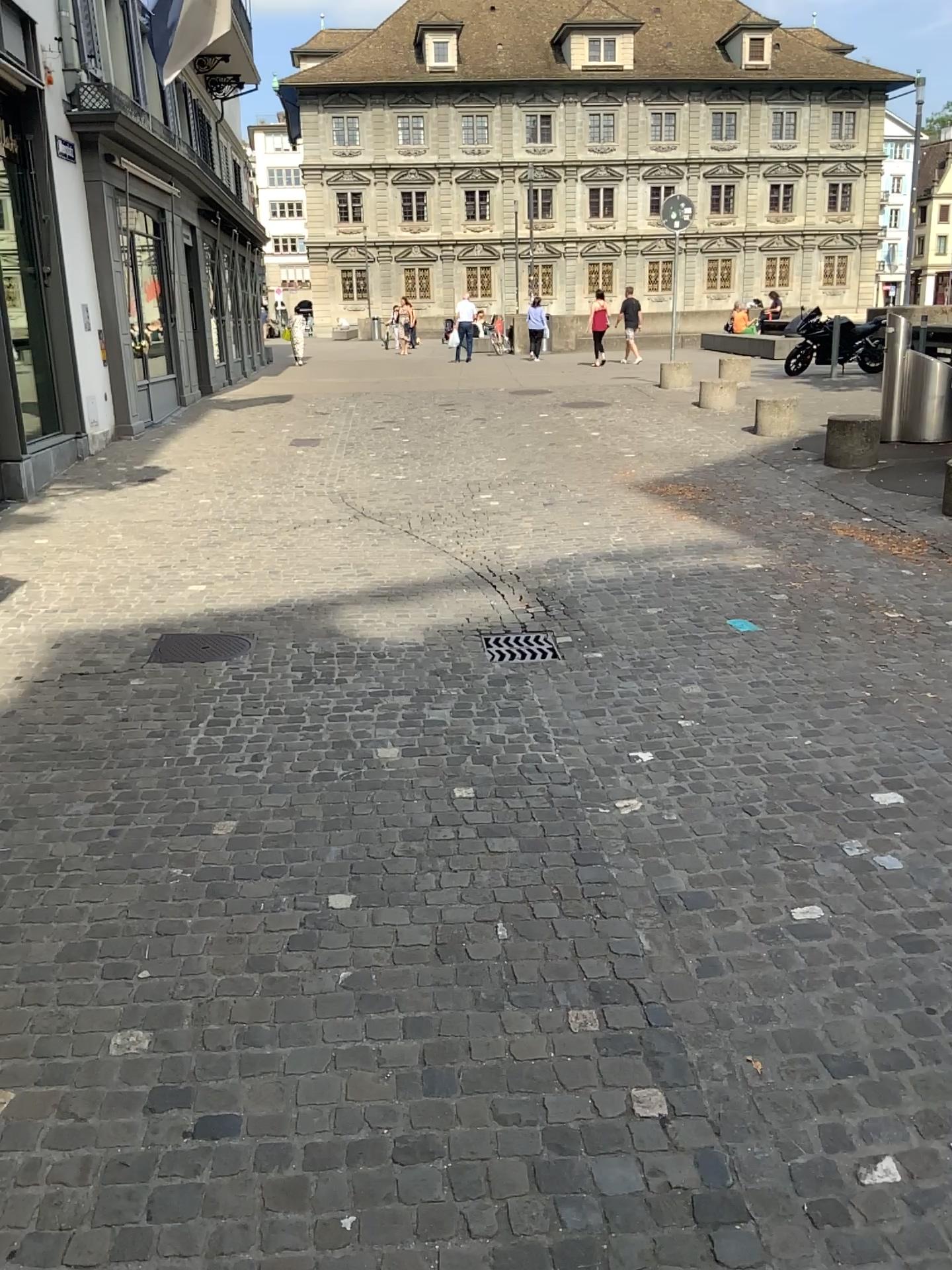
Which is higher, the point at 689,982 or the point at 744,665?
the point at 744,665
